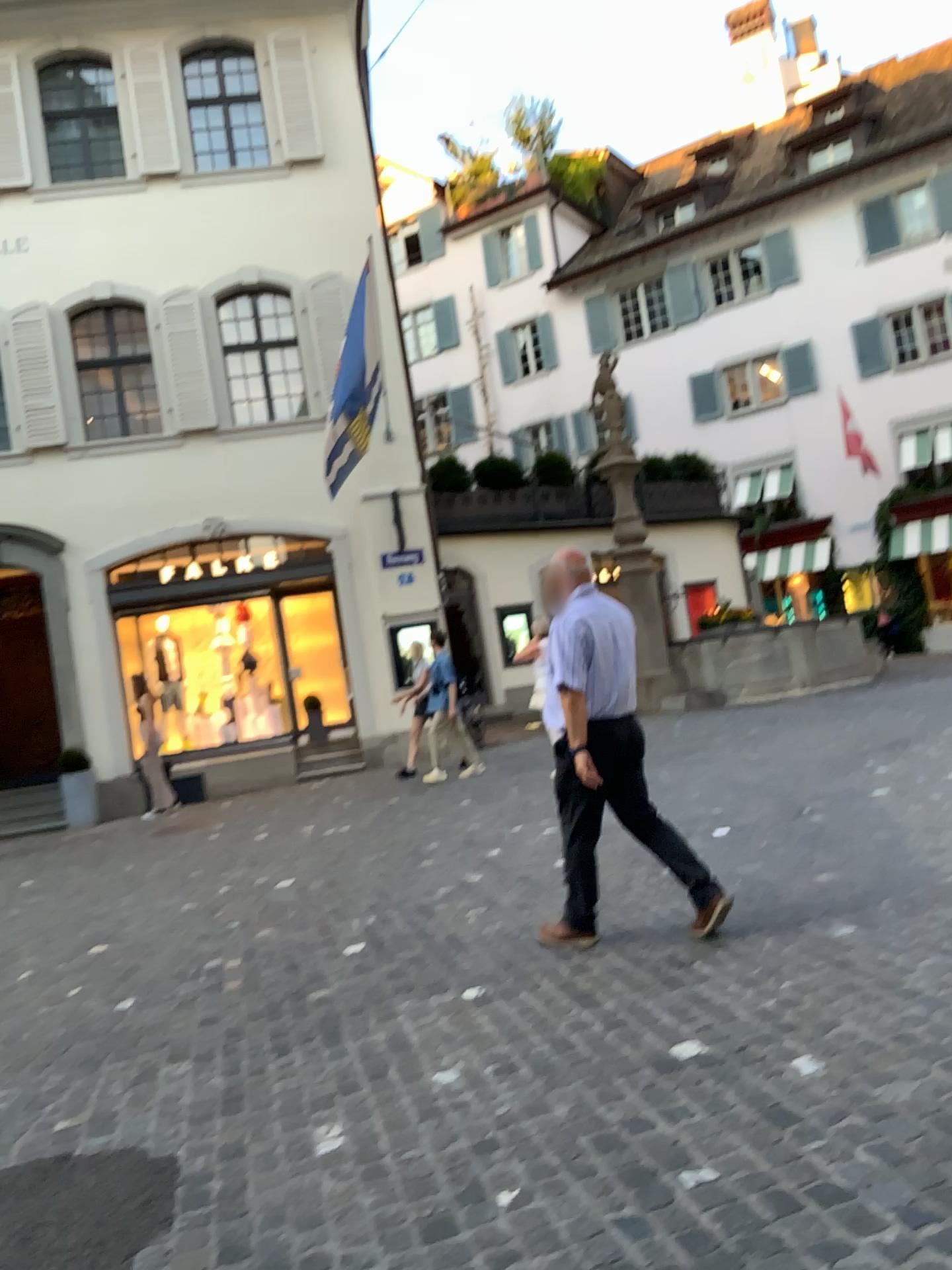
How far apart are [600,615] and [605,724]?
0.47m

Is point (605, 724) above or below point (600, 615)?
below

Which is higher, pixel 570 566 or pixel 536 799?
pixel 570 566

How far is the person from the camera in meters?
4.3

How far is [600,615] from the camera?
Result: 4.27m

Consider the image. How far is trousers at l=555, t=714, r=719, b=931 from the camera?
4.4m
